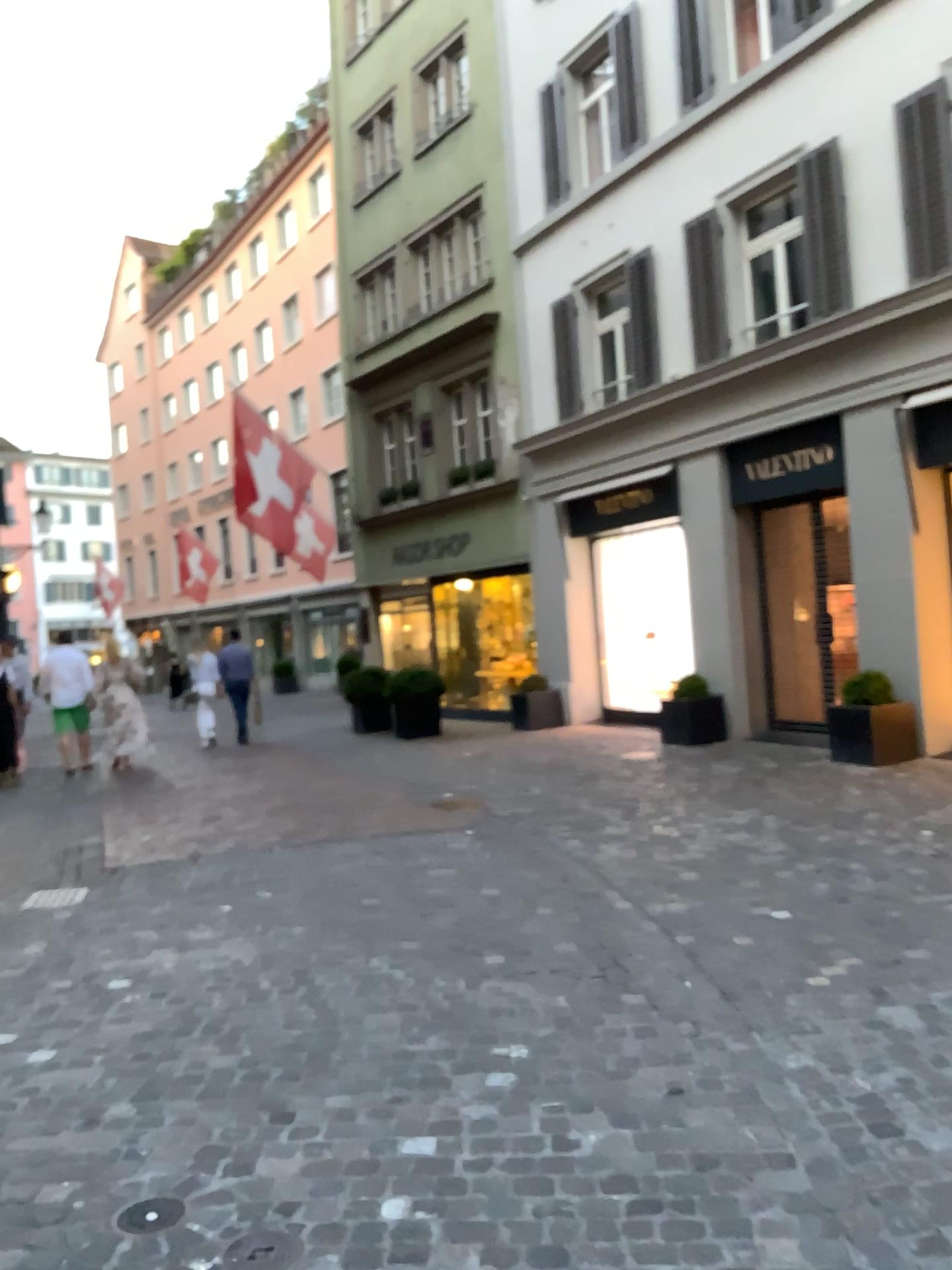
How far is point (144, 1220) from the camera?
2.54m

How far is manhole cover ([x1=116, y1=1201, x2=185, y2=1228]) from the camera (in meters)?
2.54

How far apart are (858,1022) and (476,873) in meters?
2.7 m
